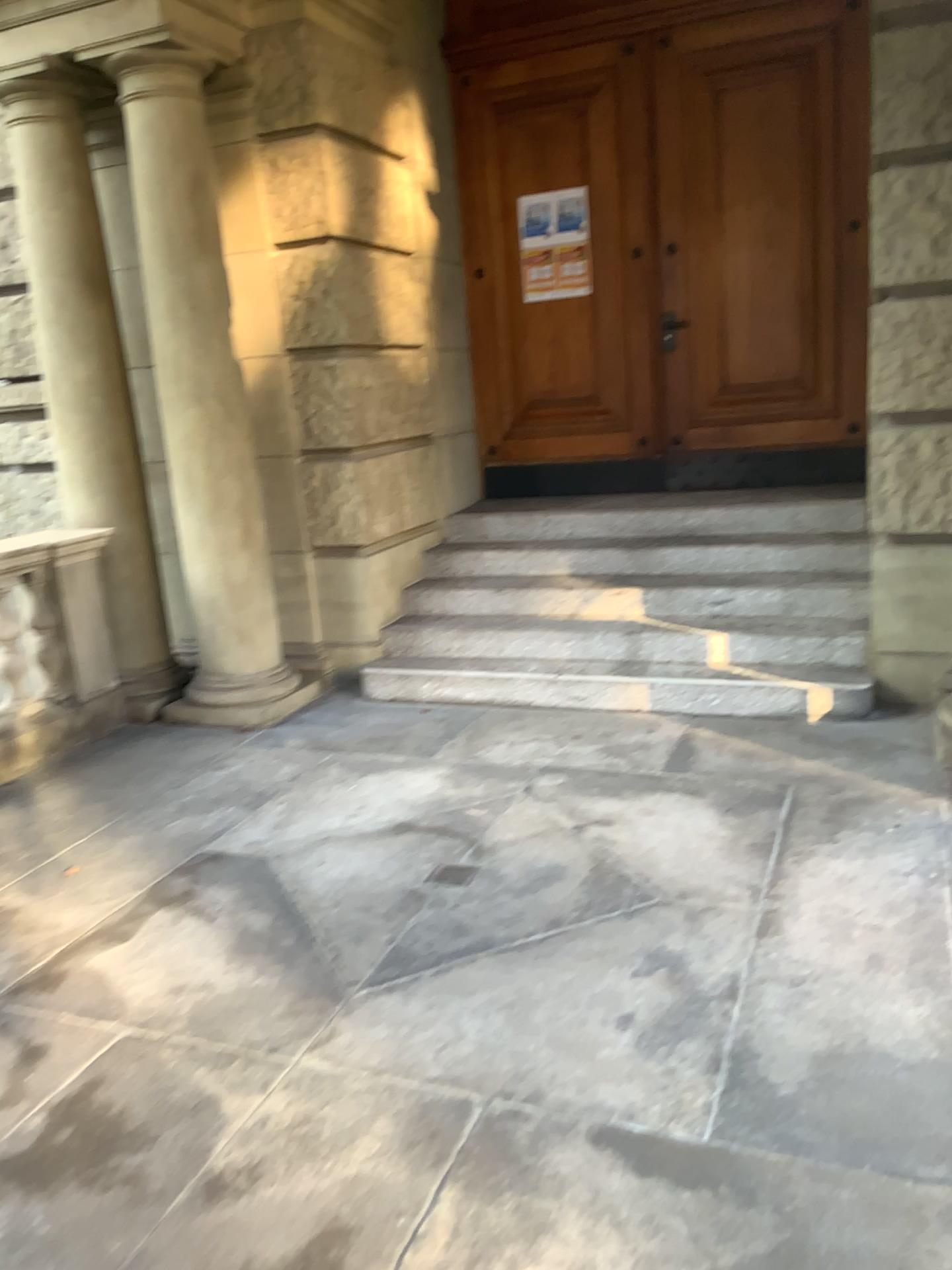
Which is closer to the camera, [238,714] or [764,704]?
[764,704]

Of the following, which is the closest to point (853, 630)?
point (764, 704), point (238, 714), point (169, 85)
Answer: point (764, 704)

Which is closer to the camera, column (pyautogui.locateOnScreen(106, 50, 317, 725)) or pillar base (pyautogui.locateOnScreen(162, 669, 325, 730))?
column (pyautogui.locateOnScreen(106, 50, 317, 725))

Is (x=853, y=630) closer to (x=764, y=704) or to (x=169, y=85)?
(x=764, y=704)

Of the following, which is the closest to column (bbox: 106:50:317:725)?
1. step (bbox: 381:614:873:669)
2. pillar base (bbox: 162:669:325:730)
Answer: pillar base (bbox: 162:669:325:730)

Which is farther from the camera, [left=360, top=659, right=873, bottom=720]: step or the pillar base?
the pillar base

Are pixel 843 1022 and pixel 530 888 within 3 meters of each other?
yes

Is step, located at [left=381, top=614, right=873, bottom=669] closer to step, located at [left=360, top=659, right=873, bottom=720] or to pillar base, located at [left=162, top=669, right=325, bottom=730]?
step, located at [left=360, top=659, right=873, bottom=720]

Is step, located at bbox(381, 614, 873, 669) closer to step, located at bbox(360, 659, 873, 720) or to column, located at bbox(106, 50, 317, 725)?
step, located at bbox(360, 659, 873, 720)
